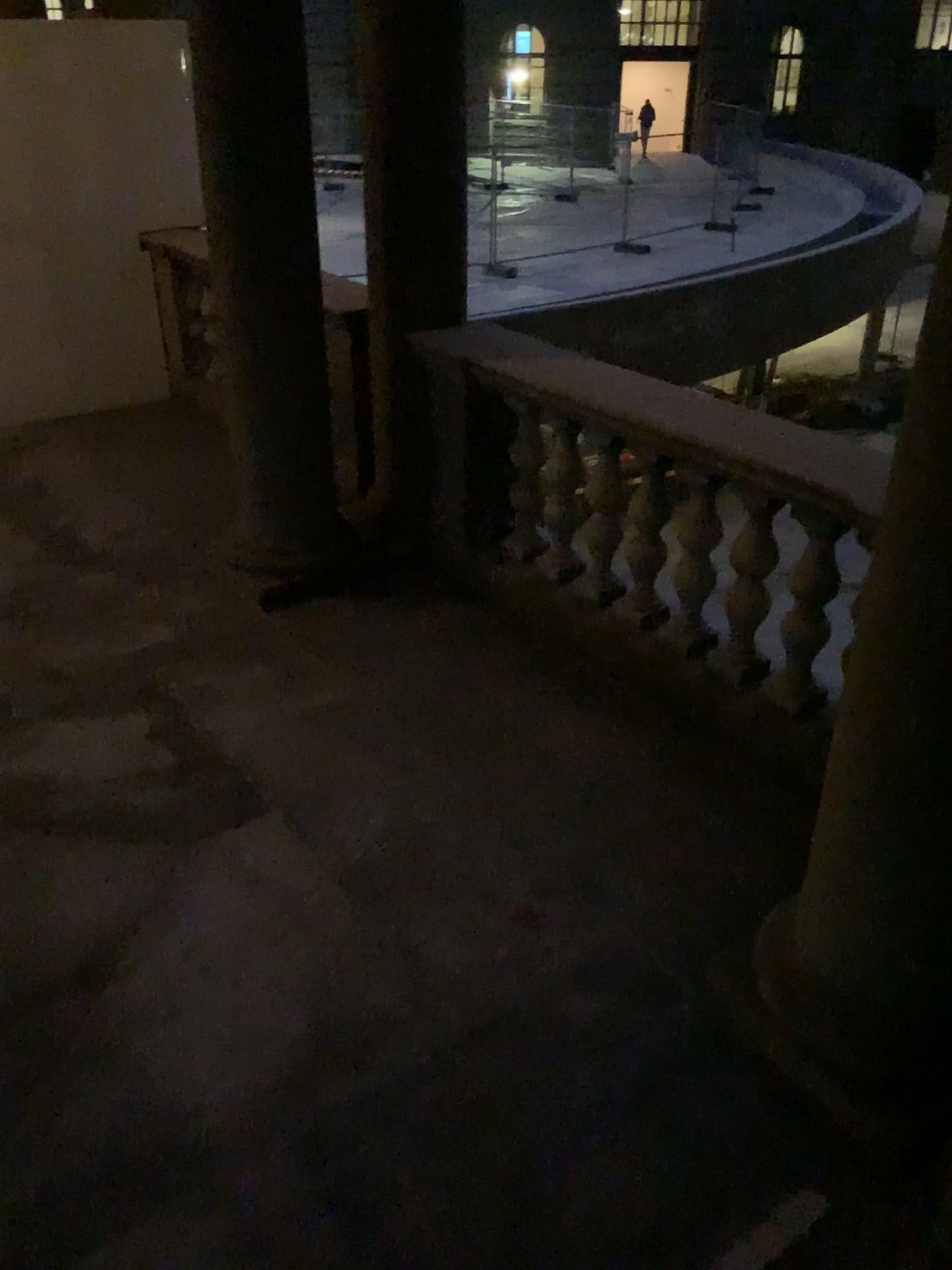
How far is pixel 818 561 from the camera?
3.15m

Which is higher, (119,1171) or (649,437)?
(649,437)

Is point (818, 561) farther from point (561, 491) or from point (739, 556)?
point (561, 491)

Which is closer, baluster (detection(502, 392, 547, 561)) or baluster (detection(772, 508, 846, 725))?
baluster (detection(772, 508, 846, 725))

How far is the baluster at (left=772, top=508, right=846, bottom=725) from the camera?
3.2m

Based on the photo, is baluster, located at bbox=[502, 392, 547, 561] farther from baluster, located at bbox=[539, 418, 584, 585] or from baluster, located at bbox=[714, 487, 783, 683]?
baluster, located at bbox=[714, 487, 783, 683]

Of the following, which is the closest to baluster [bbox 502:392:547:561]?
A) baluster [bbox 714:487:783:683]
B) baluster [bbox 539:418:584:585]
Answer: baluster [bbox 539:418:584:585]

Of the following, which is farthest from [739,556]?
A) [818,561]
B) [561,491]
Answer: [561,491]

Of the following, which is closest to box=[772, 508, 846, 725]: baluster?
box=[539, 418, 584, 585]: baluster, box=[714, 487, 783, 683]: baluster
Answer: box=[714, 487, 783, 683]: baluster

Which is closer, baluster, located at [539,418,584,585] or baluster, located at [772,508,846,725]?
baluster, located at [772,508,846,725]
